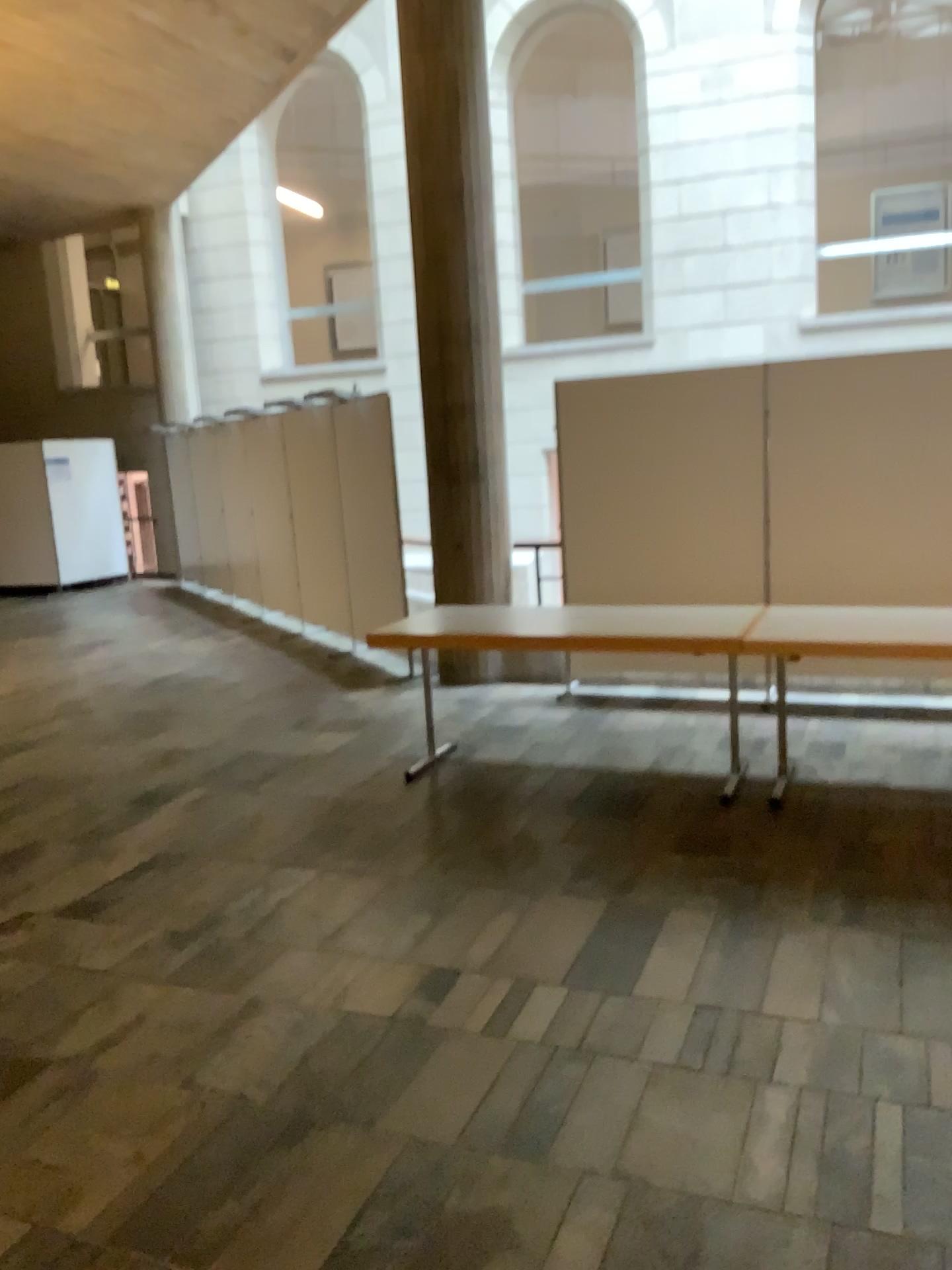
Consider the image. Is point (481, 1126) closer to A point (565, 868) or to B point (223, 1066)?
B point (223, 1066)
